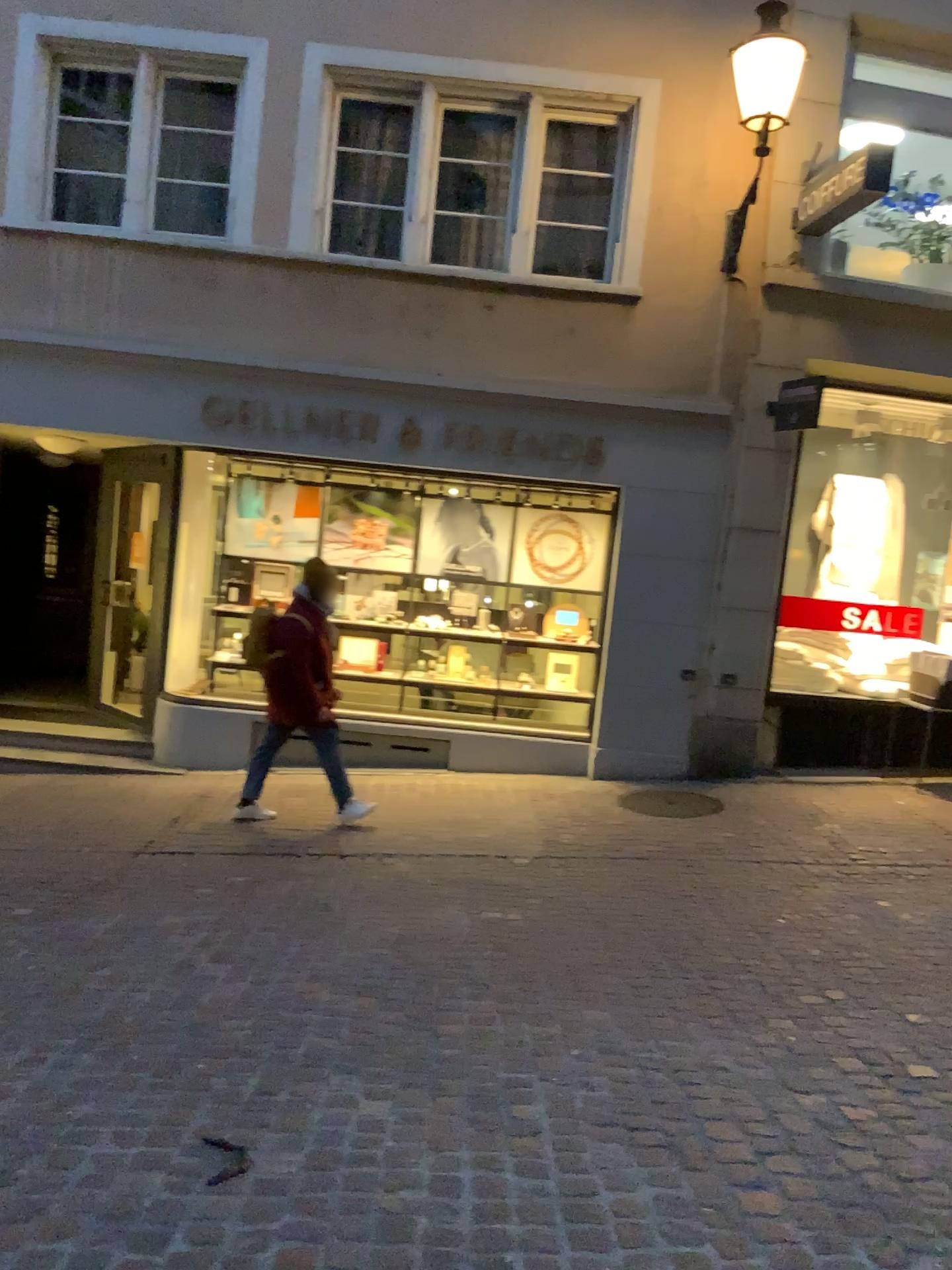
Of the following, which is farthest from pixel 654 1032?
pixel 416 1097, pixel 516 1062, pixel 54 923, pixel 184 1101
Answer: pixel 54 923
